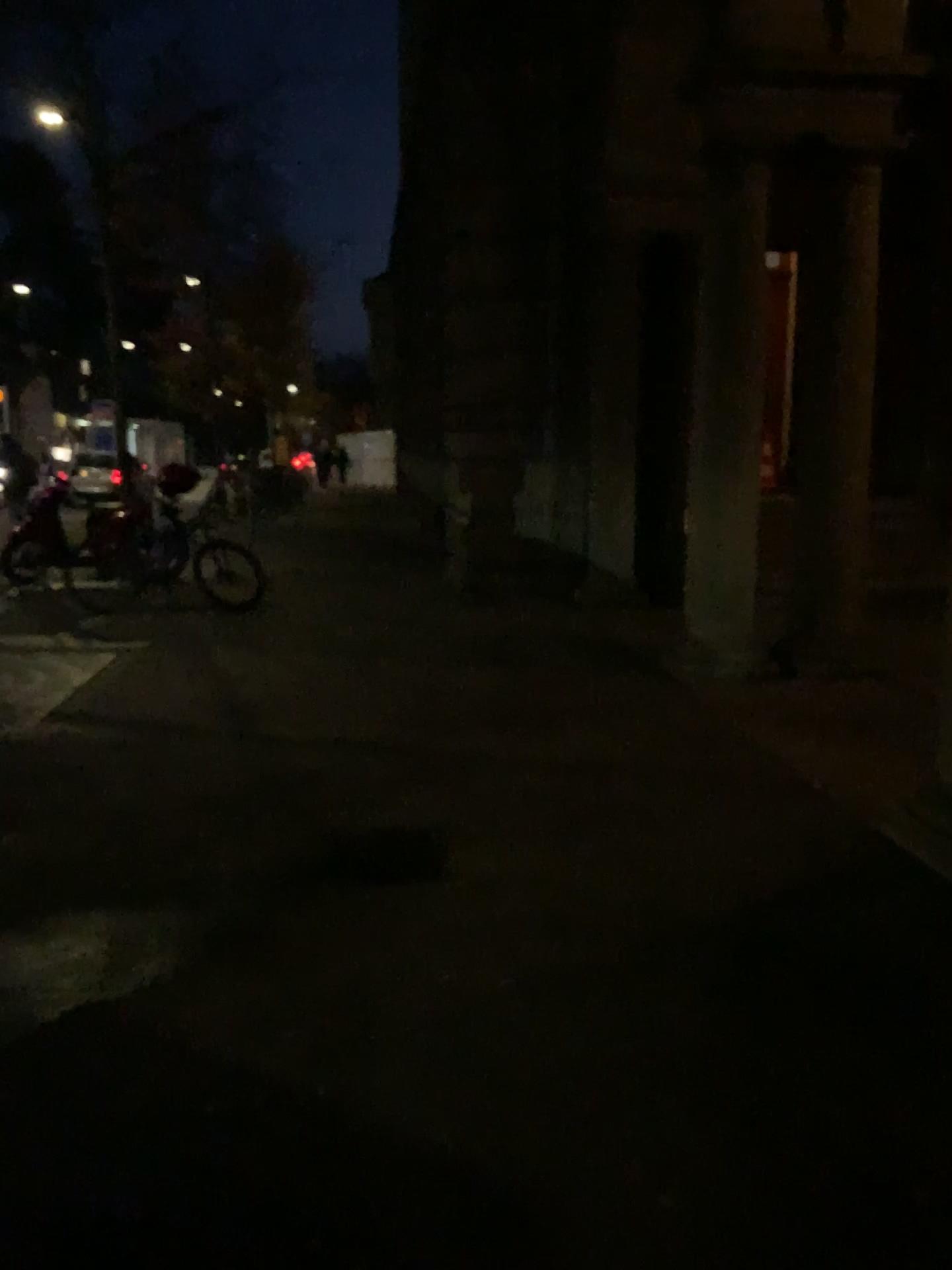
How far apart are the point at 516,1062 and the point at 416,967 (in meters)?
0.56
